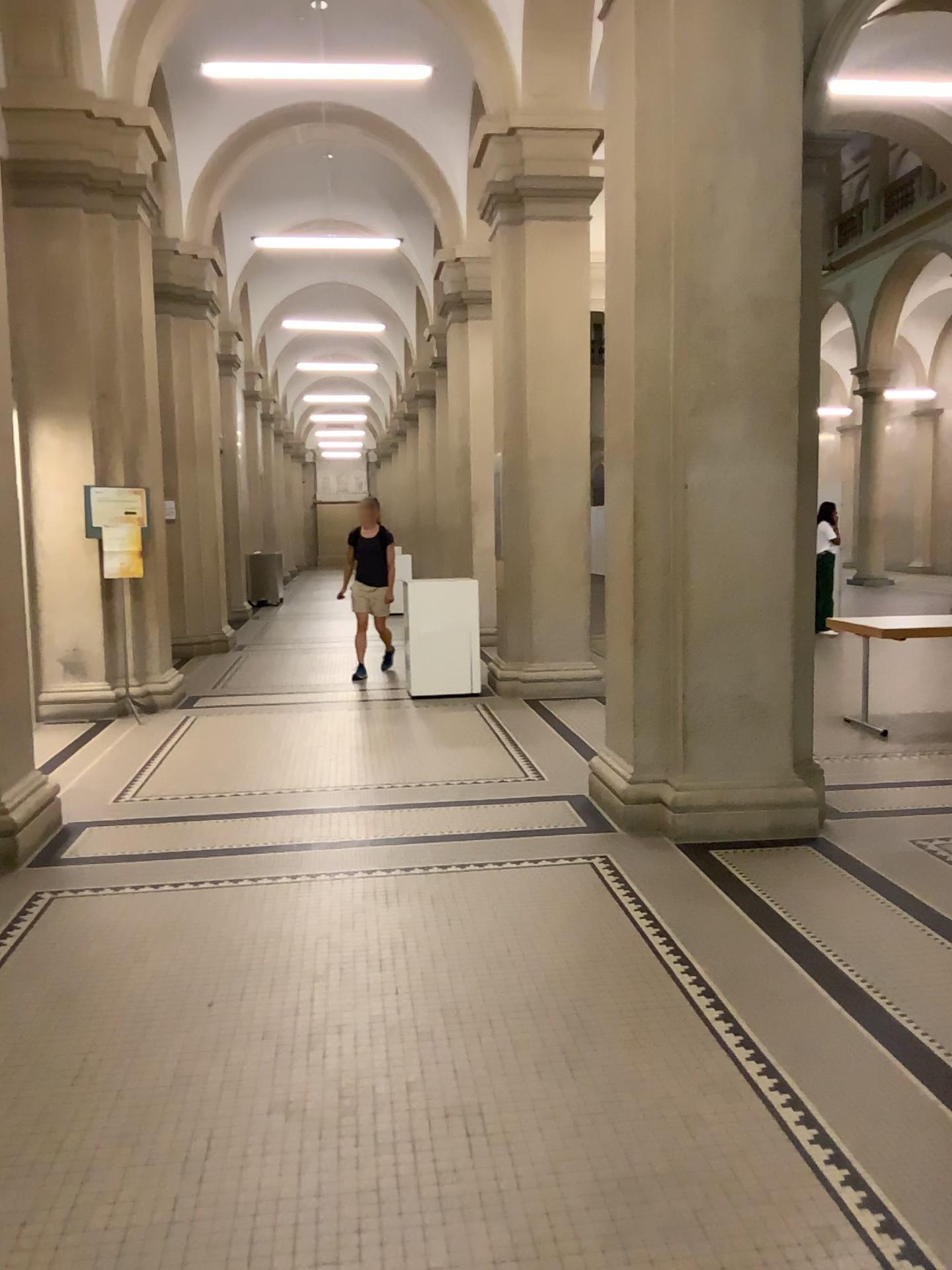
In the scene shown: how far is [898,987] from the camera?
3.3 meters
